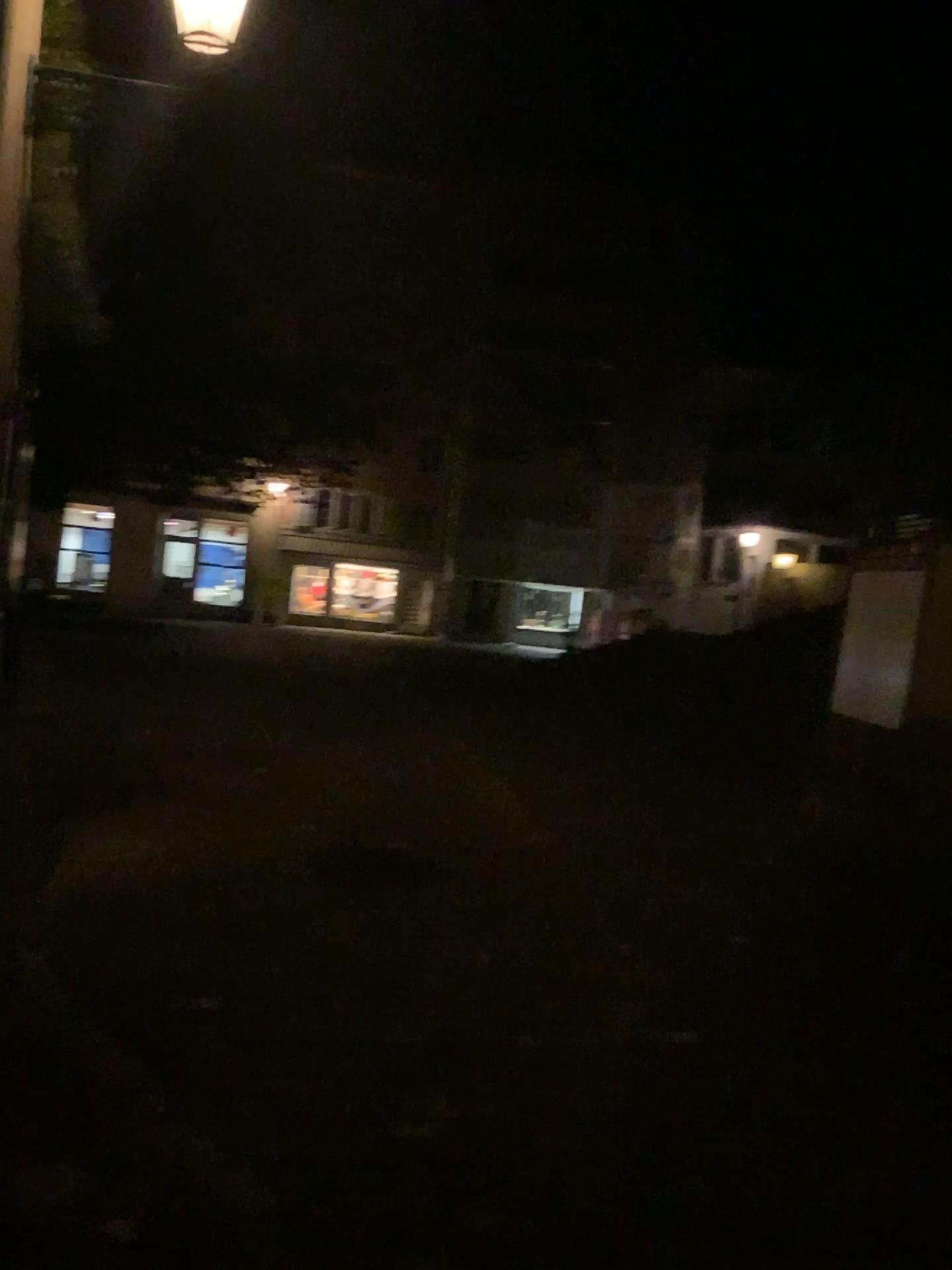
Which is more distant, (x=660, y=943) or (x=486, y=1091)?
(x=660, y=943)
